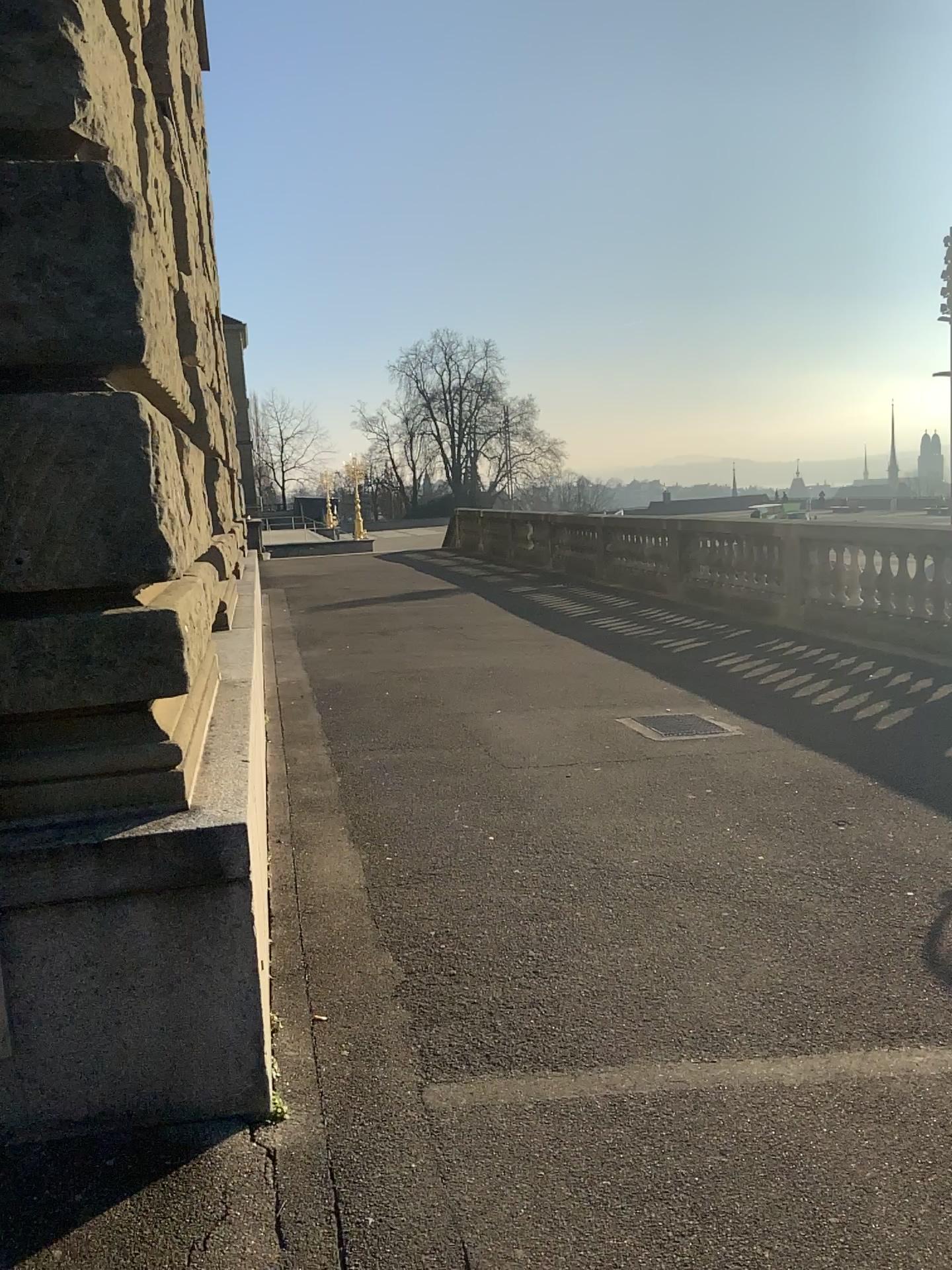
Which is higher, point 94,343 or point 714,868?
point 94,343

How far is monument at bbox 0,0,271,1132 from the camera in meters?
2.3

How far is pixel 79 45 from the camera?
2.3m
